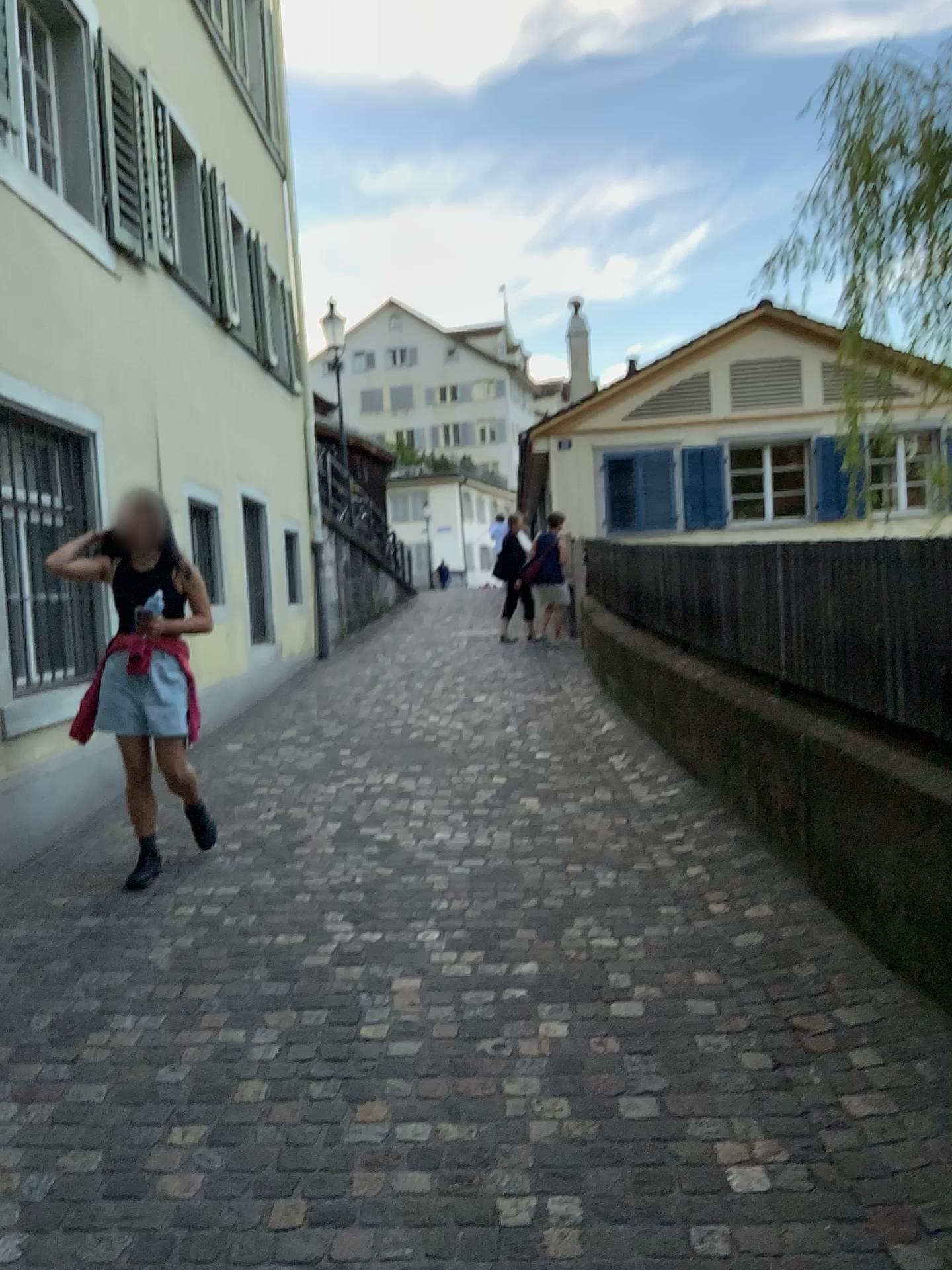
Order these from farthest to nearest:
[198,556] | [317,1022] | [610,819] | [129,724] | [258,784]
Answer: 1. [198,556]
2. [258,784]
3. [610,819]
4. [129,724]
5. [317,1022]

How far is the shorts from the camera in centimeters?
441cm

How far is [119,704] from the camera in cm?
441
